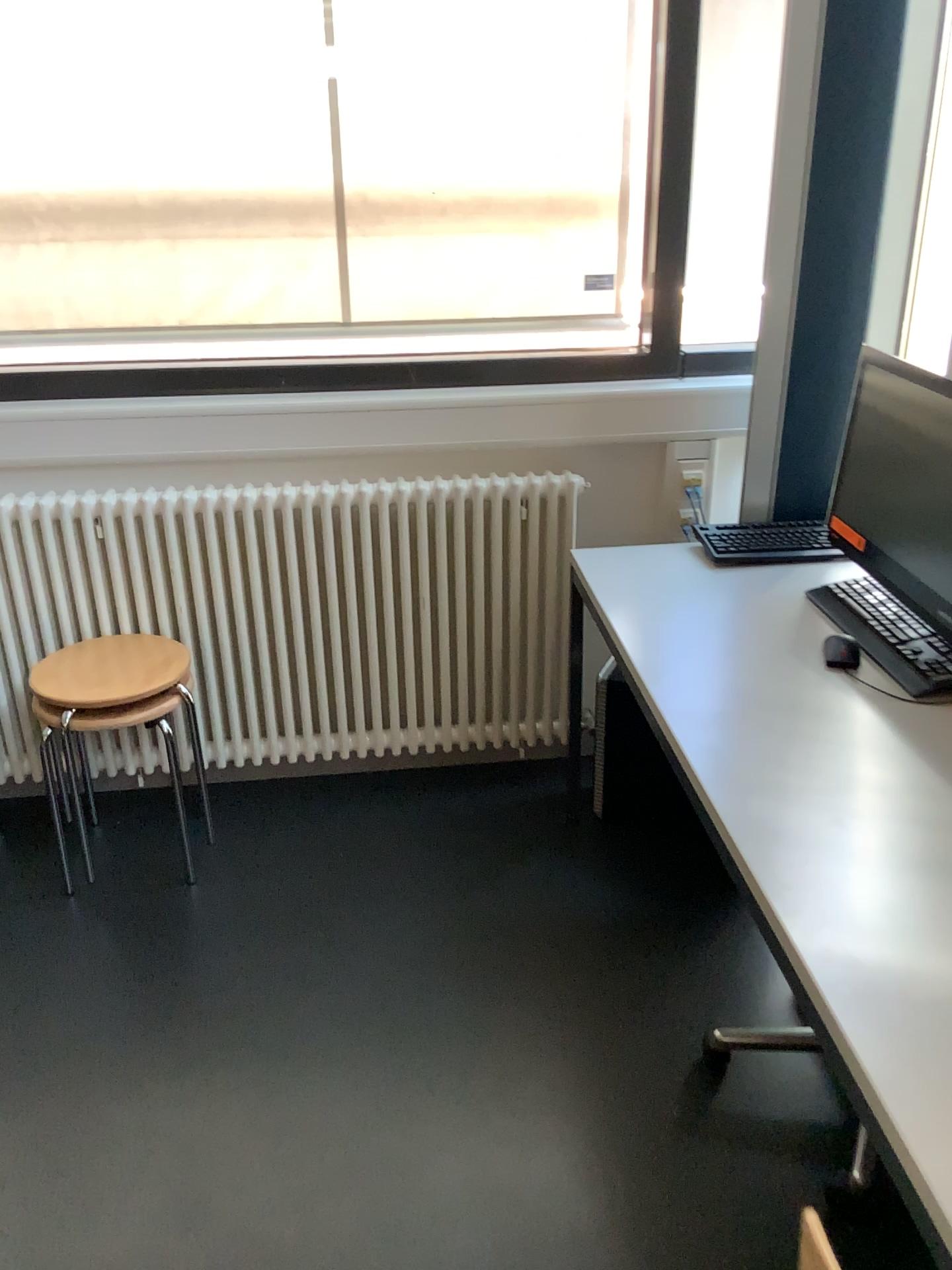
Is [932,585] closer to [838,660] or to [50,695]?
[838,660]

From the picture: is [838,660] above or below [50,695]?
above

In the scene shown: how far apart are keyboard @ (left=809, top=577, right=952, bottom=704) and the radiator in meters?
0.7 m

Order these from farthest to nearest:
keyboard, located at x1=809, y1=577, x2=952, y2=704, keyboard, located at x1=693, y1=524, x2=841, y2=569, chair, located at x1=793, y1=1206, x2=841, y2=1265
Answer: keyboard, located at x1=693, y1=524, x2=841, y2=569 < keyboard, located at x1=809, y1=577, x2=952, y2=704 < chair, located at x1=793, y1=1206, x2=841, y2=1265

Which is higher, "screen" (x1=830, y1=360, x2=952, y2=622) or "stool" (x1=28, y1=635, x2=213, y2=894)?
"screen" (x1=830, y1=360, x2=952, y2=622)

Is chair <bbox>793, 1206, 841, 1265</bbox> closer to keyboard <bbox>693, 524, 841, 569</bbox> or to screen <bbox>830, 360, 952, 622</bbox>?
A: screen <bbox>830, 360, 952, 622</bbox>

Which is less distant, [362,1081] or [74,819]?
[362,1081]

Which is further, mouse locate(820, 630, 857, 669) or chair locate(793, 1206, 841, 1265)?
mouse locate(820, 630, 857, 669)

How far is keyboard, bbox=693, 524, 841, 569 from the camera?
2.3m

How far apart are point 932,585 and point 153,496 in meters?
1.7 m
